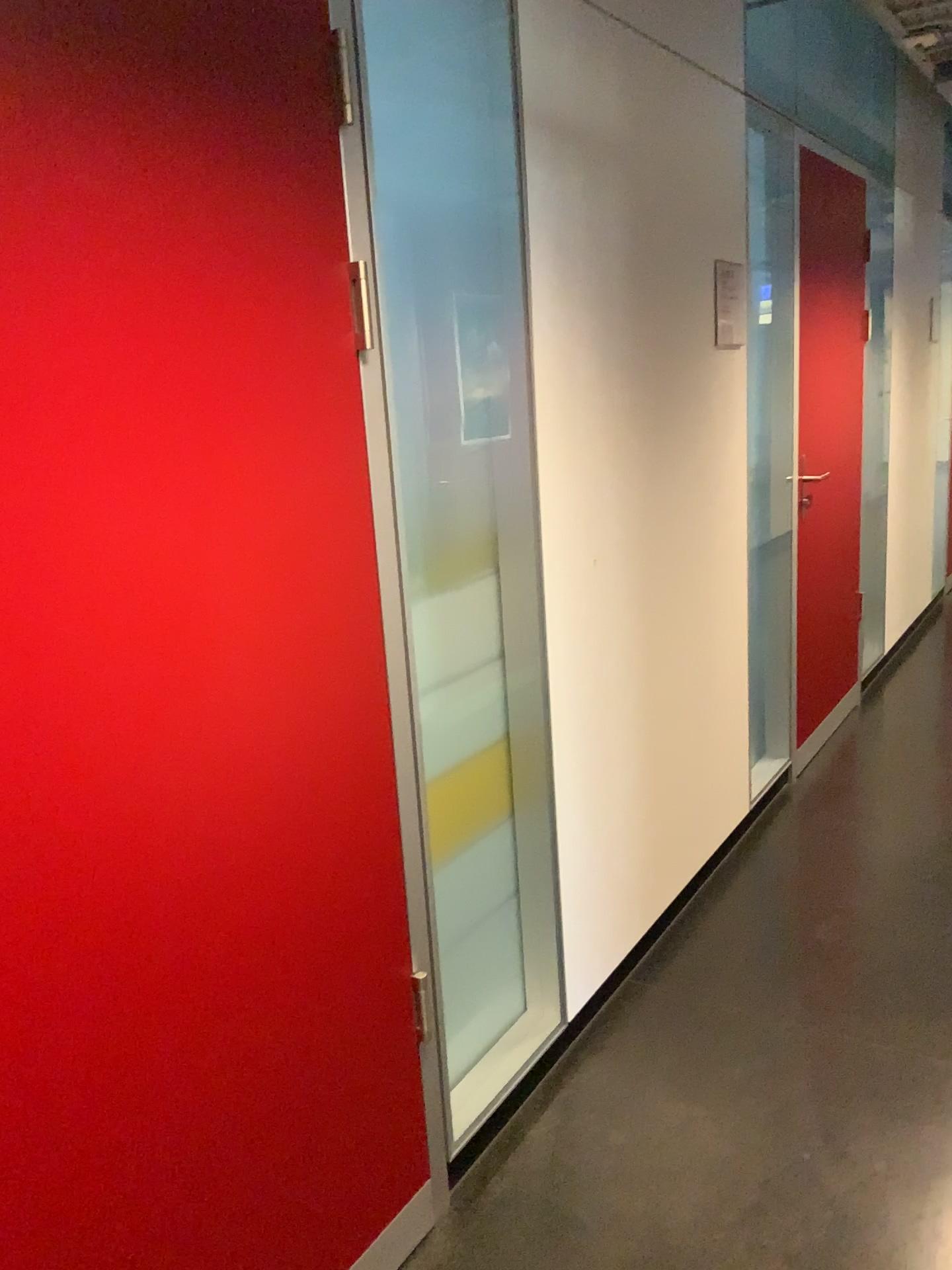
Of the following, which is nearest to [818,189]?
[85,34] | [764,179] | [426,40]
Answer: [764,179]

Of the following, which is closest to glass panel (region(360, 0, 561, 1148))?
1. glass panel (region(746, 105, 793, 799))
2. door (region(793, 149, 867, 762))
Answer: glass panel (region(746, 105, 793, 799))

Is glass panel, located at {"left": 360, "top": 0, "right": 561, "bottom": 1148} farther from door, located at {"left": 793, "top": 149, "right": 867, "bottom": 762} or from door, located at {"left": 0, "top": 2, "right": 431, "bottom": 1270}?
door, located at {"left": 793, "top": 149, "right": 867, "bottom": 762}

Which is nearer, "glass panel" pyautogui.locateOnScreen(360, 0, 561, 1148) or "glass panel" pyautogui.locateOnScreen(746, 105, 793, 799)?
"glass panel" pyautogui.locateOnScreen(360, 0, 561, 1148)

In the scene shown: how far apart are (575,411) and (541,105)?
0.6 meters

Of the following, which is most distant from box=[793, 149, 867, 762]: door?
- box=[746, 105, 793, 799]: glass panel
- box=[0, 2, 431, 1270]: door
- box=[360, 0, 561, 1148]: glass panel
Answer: box=[0, 2, 431, 1270]: door

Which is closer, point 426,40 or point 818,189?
point 426,40

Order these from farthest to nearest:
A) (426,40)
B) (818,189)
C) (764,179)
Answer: (818,189), (764,179), (426,40)

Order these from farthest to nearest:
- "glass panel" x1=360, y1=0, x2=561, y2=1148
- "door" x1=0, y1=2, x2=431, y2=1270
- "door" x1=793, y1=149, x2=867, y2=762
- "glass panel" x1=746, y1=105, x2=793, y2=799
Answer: "door" x1=793, y1=149, x2=867, y2=762
"glass panel" x1=746, y1=105, x2=793, y2=799
"glass panel" x1=360, y1=0, x2=561, y2=1148
"door" x1=0, y1=2, x2=431, y2=1270

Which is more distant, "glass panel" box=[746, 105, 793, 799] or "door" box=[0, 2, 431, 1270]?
"glass panel" box=[746, 105, 793, 799]
